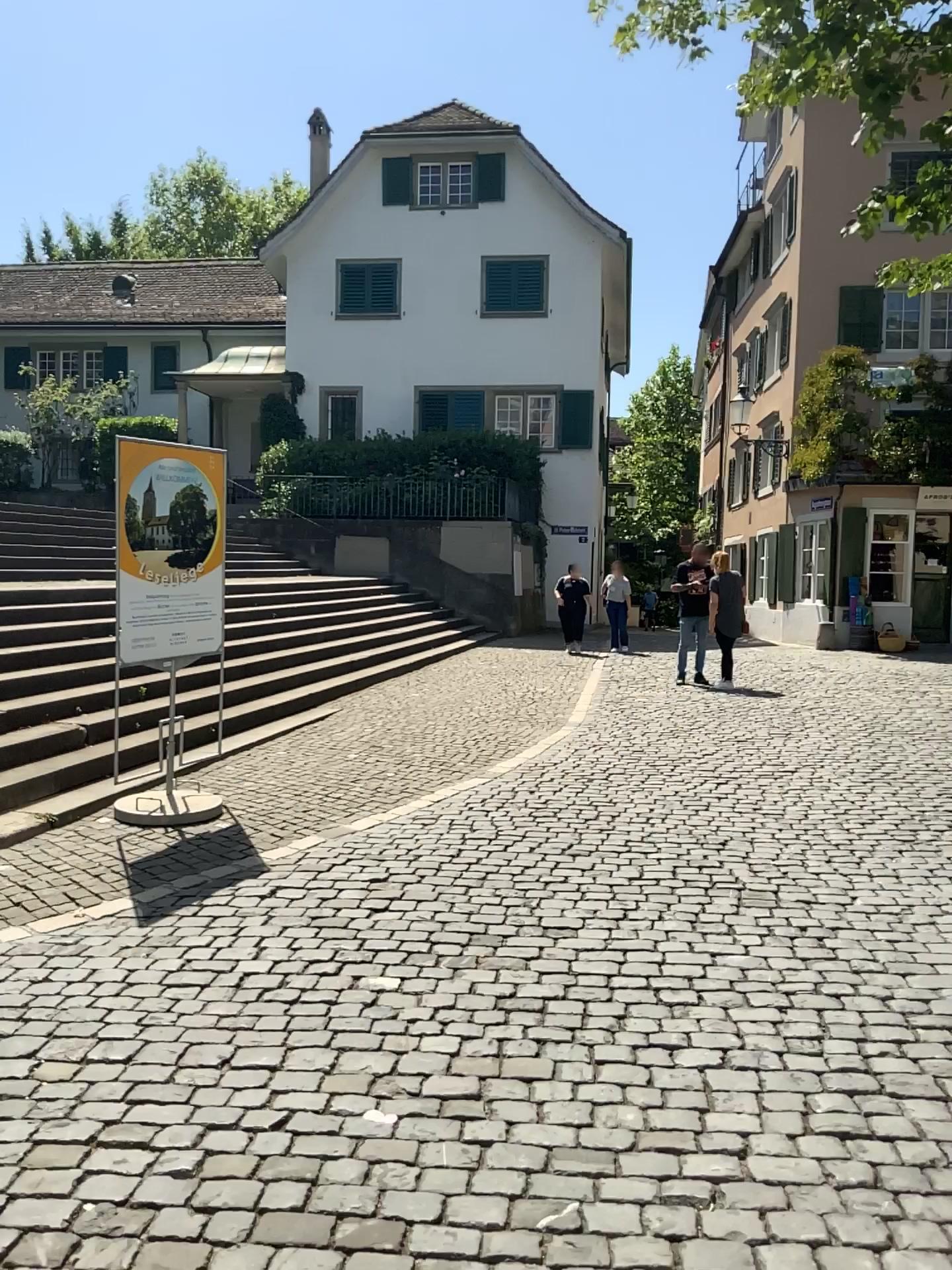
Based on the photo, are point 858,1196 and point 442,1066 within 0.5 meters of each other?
no
